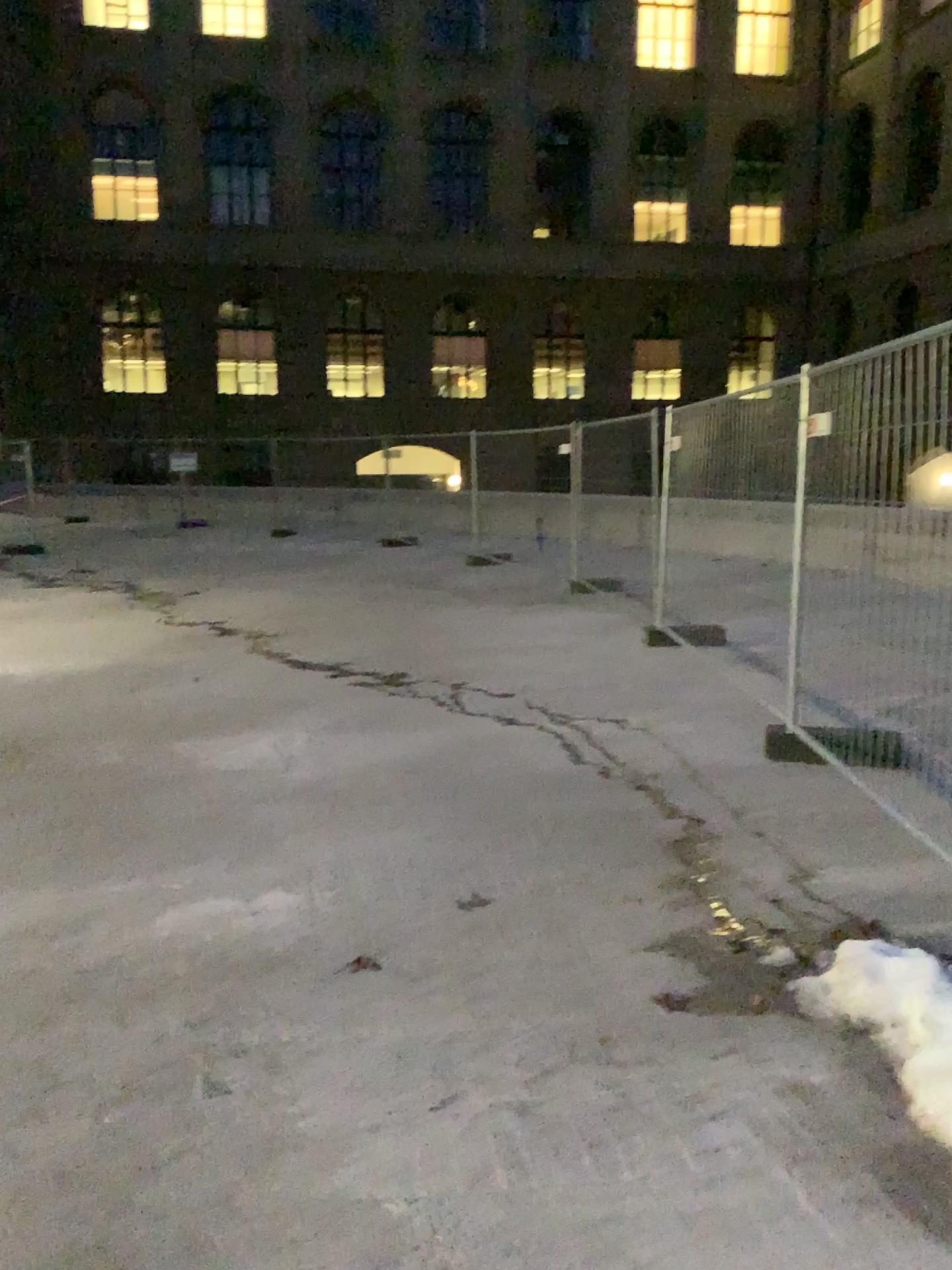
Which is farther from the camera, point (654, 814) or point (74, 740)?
point (74, 740)
